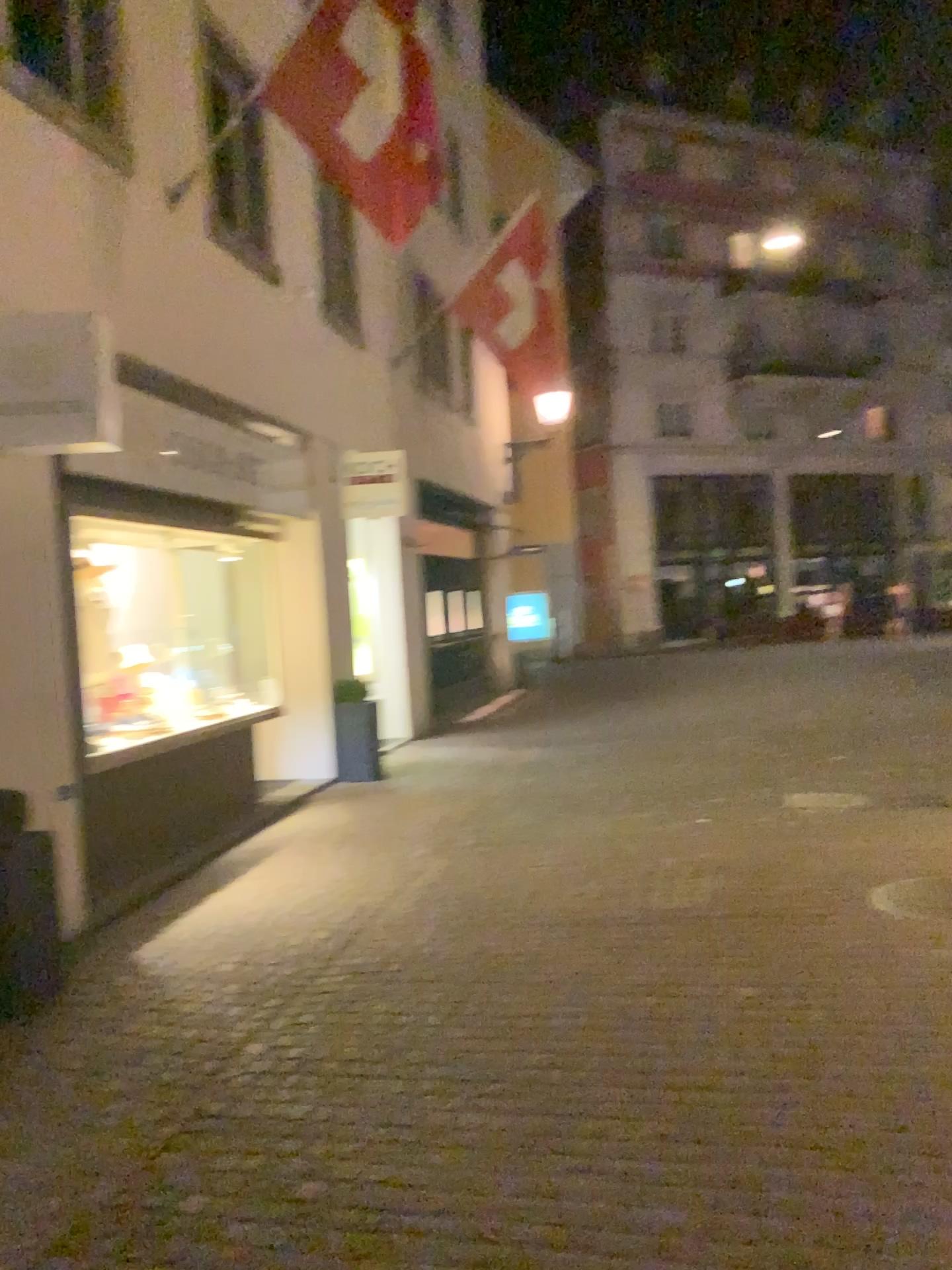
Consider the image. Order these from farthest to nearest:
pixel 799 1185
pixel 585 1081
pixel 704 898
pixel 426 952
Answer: pixel 704 898 → pixel 426 952 → pixel 585 1081 → pixel 799 1185
